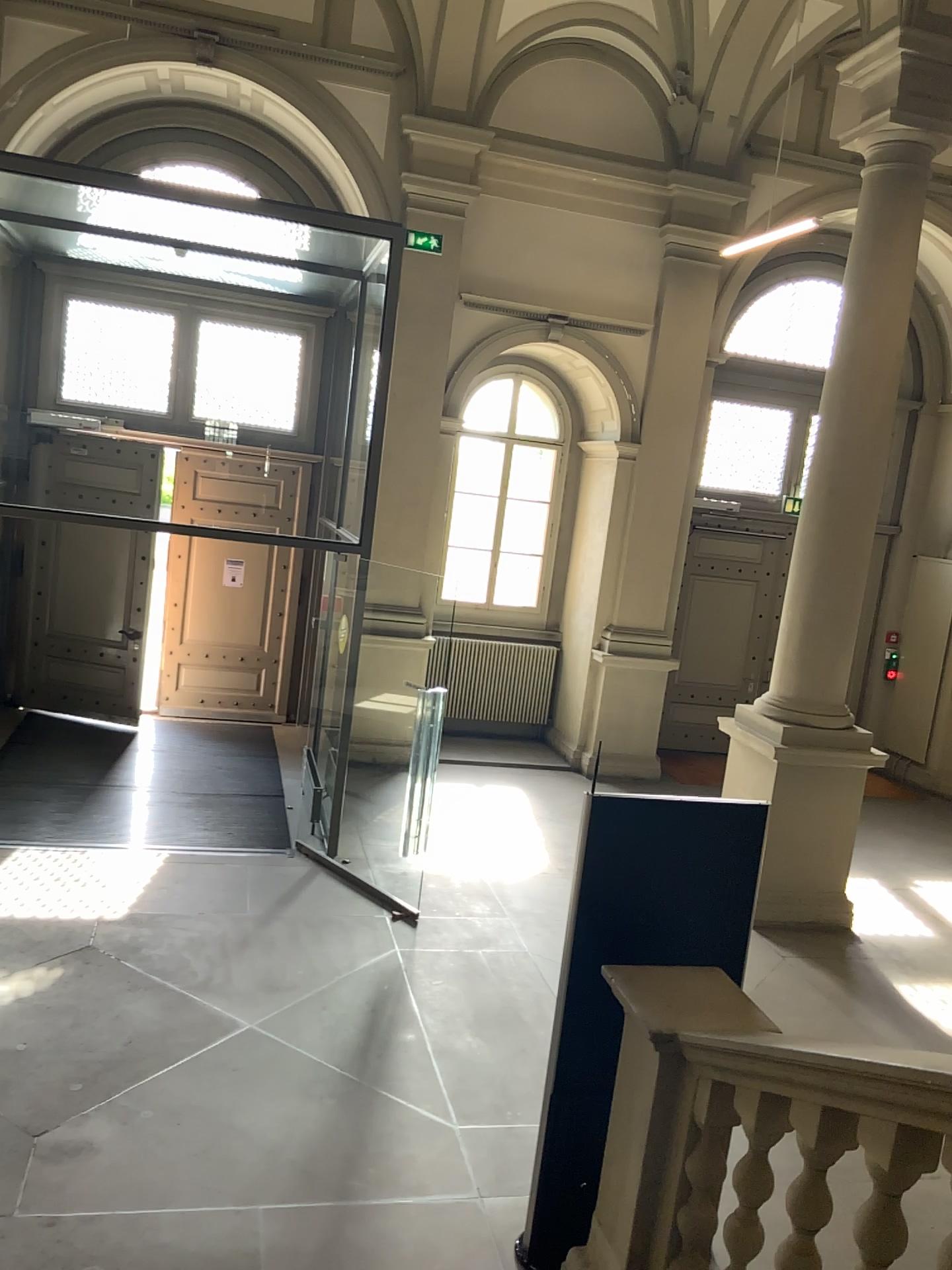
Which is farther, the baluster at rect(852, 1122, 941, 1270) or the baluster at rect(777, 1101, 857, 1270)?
the baluster at rect(777, 1101, 857, 1270)

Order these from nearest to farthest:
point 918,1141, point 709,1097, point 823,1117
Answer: point 918,1141
point 823,1117
point 709,1097

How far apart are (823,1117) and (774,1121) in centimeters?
31cm

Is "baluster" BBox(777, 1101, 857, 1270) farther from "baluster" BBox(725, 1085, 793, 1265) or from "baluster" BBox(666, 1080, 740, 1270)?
"baluster" BBox(666, 1080, 740, 1270)

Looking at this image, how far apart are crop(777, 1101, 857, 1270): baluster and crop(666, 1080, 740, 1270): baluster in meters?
0.4 m

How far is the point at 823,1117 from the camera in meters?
2.6 m

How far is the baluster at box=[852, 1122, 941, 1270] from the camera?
2.4 meters

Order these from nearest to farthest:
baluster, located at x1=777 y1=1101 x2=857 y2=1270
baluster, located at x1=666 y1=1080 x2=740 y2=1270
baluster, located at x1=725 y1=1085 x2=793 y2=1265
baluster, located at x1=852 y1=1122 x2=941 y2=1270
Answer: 1. baluster, located at x1=852 y1=1122 x2=941 y2=1270
2. baluster, located at x1=777 y1=1101 x2=857 y2=1270
3. baluster, located at x1=725 y1=1085 x2=793 y2=1265
4. baluster, located at x1=666 y1=1080 x2=740 y2=1270

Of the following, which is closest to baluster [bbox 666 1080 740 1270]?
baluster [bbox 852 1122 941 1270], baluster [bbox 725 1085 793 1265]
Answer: baluster [bbox 725 1085 793 1265]

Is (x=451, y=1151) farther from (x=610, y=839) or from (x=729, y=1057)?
(x=729, y=1057)
